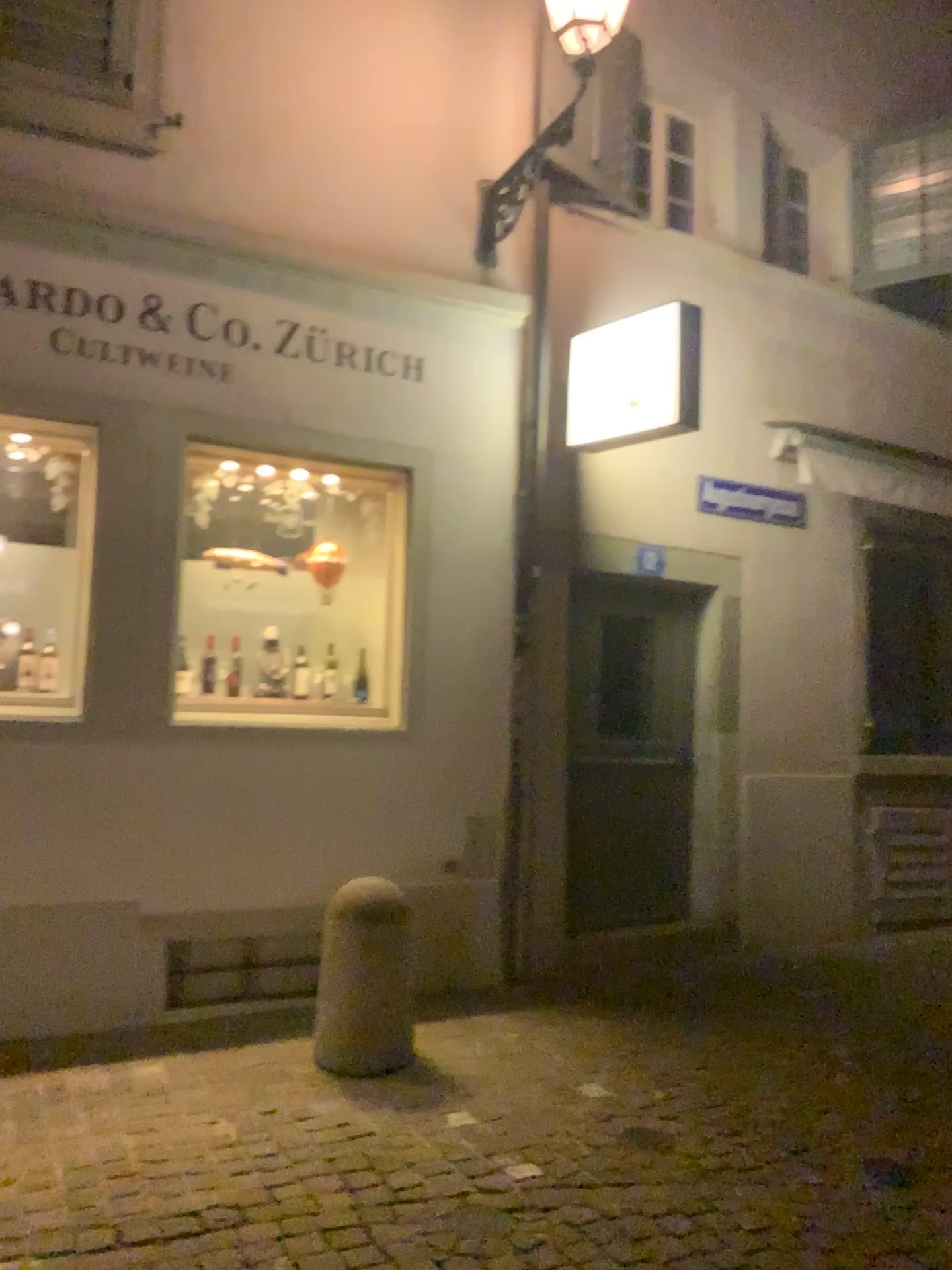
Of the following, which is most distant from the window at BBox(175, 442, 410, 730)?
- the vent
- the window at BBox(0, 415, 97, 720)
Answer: the vent

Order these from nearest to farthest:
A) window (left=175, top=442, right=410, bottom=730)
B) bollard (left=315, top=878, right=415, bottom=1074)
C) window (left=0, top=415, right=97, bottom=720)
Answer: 1. bollard (left=315, top=878, right=415, bottom=1074)
2. window (left=0, top=415, right=97, bottom=720)
3. window (left=175, top=442, right=410, bottom=730)

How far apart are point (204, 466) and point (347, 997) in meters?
2.4 m

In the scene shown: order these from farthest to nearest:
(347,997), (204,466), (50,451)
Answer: (204,466) → (50,451) → (347,997)

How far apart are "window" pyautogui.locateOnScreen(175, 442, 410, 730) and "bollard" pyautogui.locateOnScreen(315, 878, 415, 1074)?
1.1m

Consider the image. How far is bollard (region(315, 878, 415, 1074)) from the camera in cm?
400

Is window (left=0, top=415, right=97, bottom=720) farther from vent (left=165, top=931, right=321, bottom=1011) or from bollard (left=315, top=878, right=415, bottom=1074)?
bollard (left=315, top=878, right=415, bottom=1074)

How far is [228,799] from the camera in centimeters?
466cm

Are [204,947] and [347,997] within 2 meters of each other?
yes

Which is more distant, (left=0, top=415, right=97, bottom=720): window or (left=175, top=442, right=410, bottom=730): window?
(left=175, top=442, right=410, bottom=730): window
